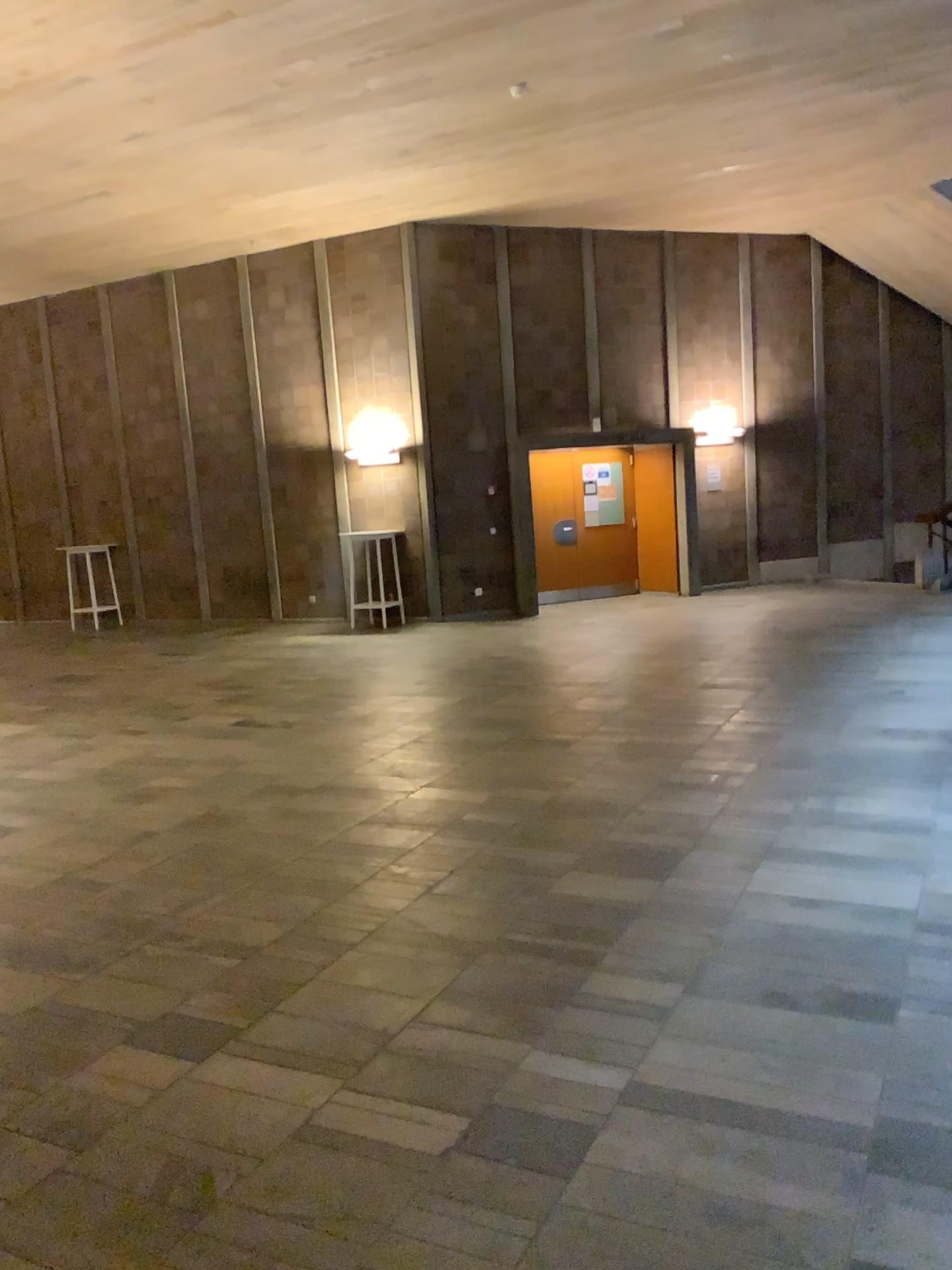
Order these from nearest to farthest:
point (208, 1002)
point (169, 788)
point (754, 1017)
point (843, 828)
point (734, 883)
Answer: point (754, 1017) < point (208, 1002) < point (734, 883) < point (843, 828) < point (169, 788)
